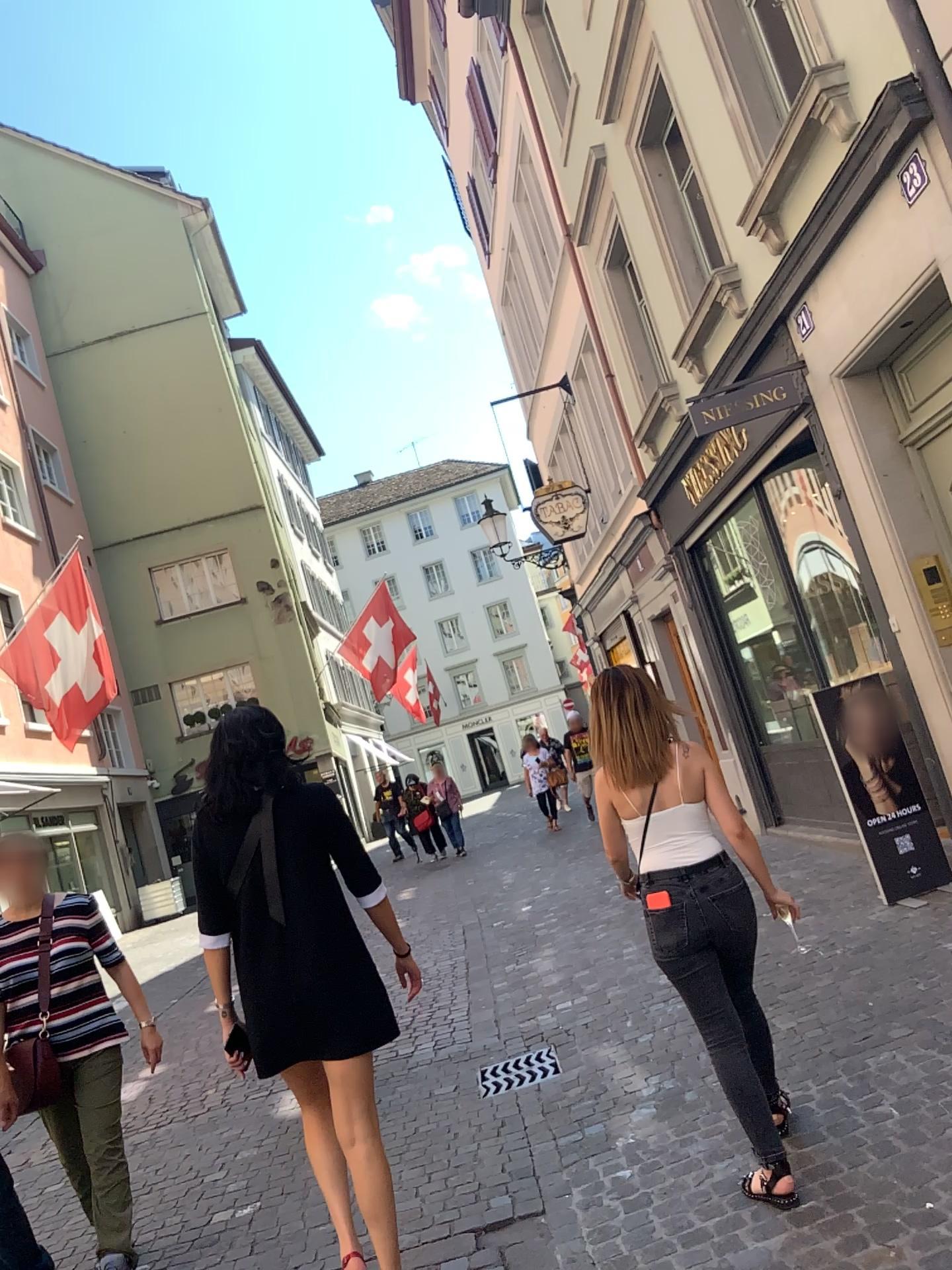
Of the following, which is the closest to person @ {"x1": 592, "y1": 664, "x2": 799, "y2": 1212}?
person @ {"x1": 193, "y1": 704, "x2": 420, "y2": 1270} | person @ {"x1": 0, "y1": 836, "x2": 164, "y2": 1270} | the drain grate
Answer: person @ {"x1": 193, "y1": 704, "x2": 420, "y2": 1270}

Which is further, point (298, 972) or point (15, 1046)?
point (15, 1046)

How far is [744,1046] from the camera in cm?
305

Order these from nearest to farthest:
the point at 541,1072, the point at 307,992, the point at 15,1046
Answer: the point at 307,992 → the point at 15,1046 → the point at 541,1072

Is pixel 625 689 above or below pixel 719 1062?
above

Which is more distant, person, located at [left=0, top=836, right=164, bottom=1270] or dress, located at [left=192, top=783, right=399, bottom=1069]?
person, located at [left=0, top=836, right=164, bottom=1270]

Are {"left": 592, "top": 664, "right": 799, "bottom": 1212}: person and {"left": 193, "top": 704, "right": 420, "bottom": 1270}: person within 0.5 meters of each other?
no

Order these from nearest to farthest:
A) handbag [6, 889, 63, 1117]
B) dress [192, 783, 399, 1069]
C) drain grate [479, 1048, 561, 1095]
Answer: dress [192, 783, 399, 1069], handbag [6, 889, 63, 1117], drain grate [479, 1048, 561, 1095]

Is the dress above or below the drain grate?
above

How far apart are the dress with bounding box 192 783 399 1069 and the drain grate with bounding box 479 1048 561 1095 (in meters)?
1.84
